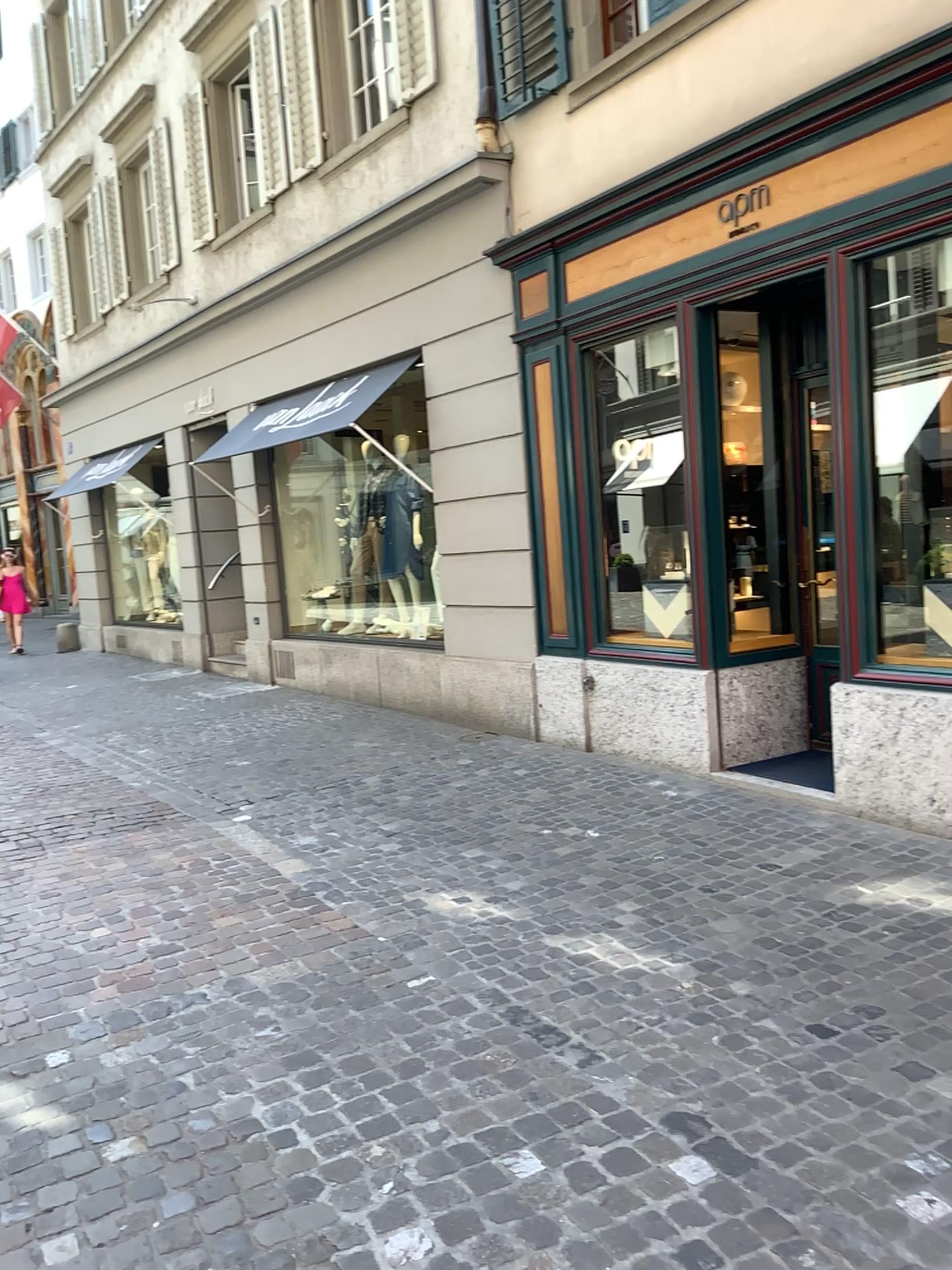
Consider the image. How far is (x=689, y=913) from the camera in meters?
4.2 m
